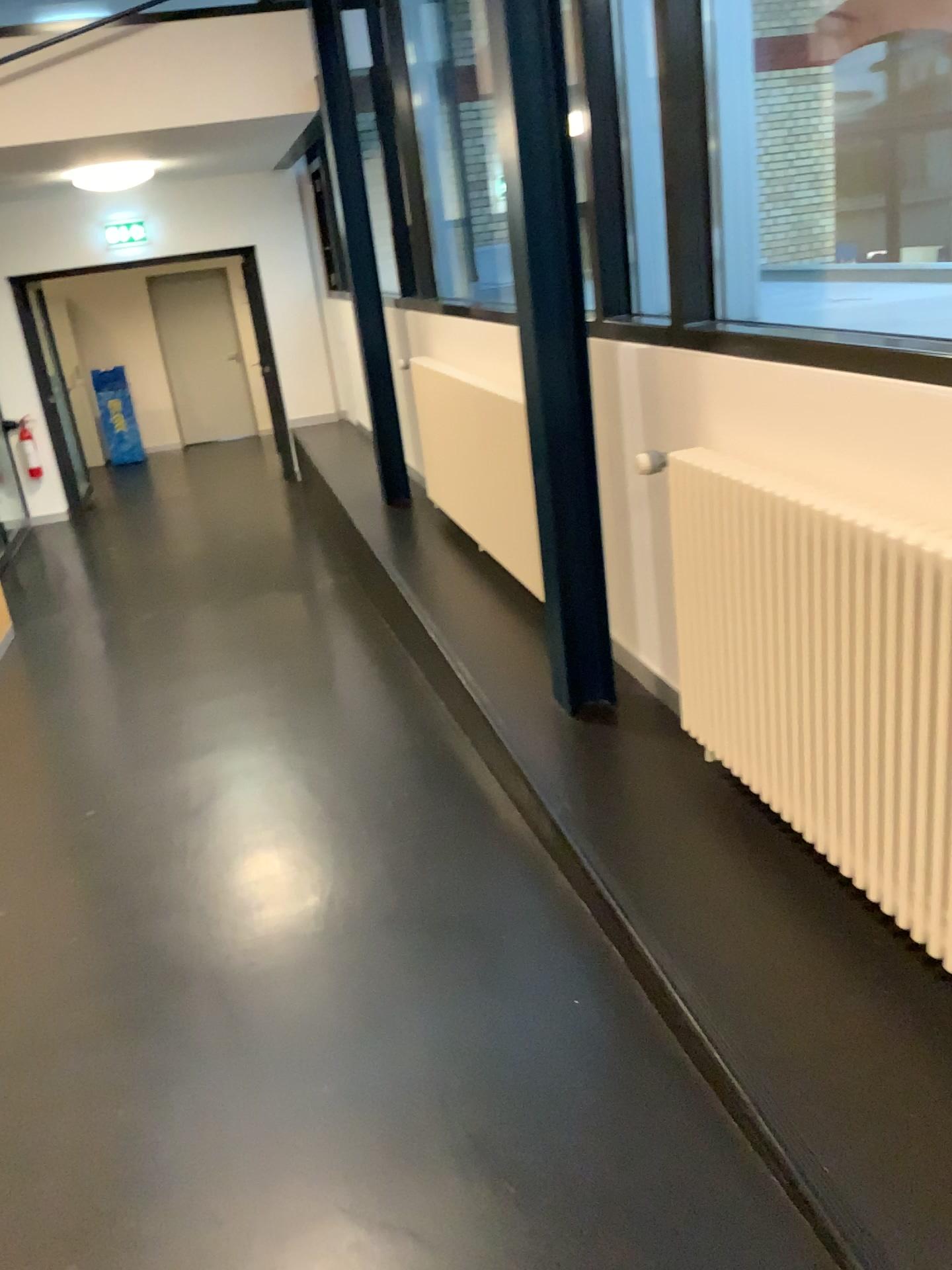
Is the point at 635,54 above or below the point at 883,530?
above

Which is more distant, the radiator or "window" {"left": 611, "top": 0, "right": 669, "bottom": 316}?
"window" {"left": 611, "top": 0, "right": 669, "bottom": 316}

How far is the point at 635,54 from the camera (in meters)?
2.55

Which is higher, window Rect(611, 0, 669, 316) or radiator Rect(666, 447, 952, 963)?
window Rect(611, 0, 669, 316)

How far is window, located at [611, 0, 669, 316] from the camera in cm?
255

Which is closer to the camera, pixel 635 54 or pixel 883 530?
pixel 883 530

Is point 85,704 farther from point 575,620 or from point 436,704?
point 575,620
